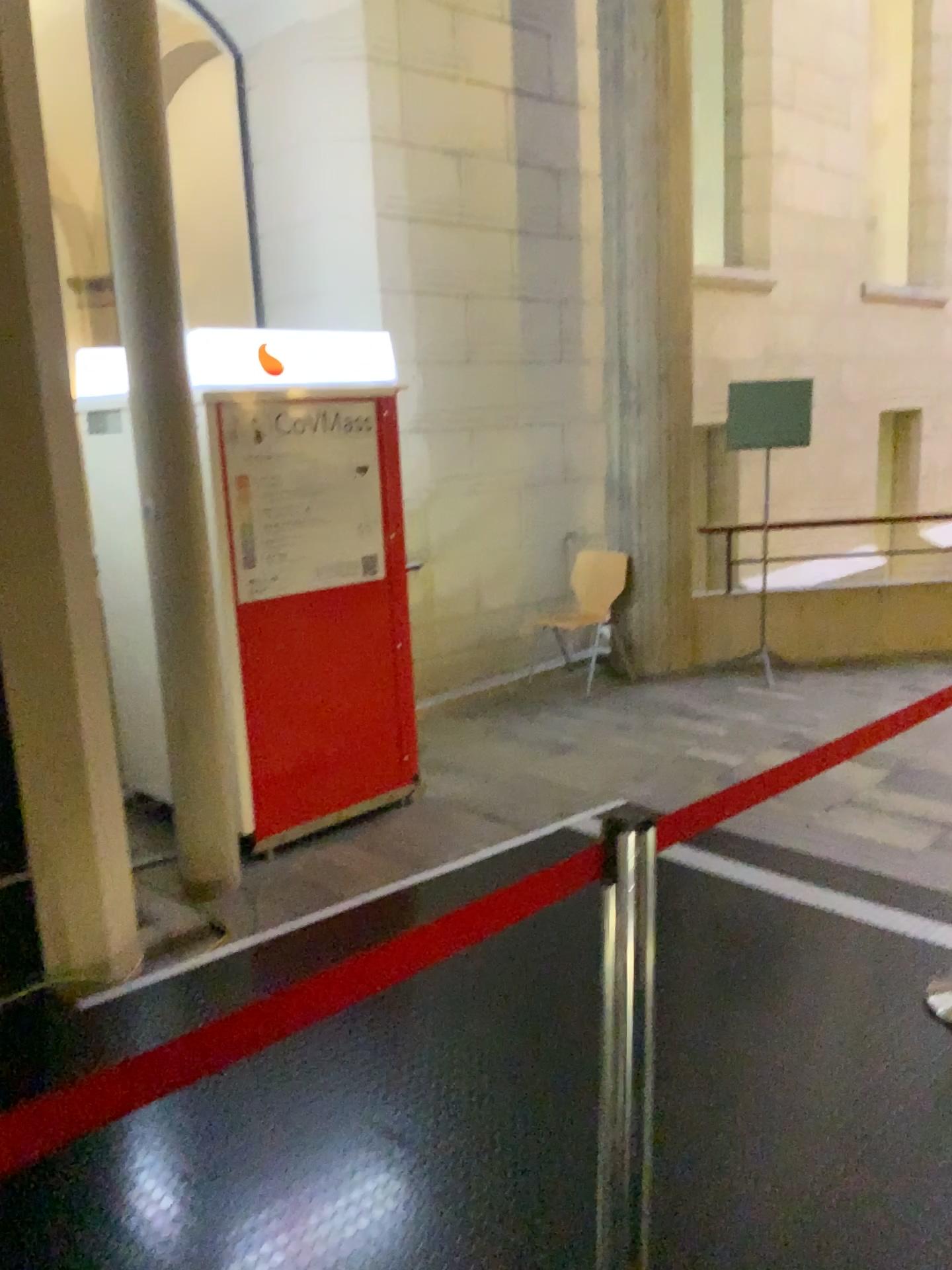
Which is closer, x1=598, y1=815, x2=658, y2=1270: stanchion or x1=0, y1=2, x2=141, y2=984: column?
x1=598, y1=815, x2=658, y2=1270: stanchion

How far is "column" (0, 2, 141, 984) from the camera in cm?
285

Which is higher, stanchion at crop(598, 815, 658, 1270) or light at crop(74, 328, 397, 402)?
light at crop(74, 328, 397, 402)

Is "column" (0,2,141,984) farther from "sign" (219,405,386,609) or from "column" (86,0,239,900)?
"sign" (219,405,386,609)

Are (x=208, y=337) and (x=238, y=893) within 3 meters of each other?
yes

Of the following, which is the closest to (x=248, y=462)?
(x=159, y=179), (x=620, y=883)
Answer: (x=159, y=179)

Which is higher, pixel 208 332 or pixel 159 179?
pixel 159 179

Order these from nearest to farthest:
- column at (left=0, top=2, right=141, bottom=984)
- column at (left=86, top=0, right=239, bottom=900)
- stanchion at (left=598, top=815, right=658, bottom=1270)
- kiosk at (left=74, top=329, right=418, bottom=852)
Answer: stanchion at (left=598, top=815, right=658, bottom=1270)
column at (left=0, top=2, right=141, bottom=984)
column at (left=86, top=0, right=239, bottom=900)
kiosk at (left=74, top=329, right=418, bottom=852)

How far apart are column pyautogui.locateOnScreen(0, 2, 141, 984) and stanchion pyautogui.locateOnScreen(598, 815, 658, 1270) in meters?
2.0 m

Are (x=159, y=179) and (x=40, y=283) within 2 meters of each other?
yes
